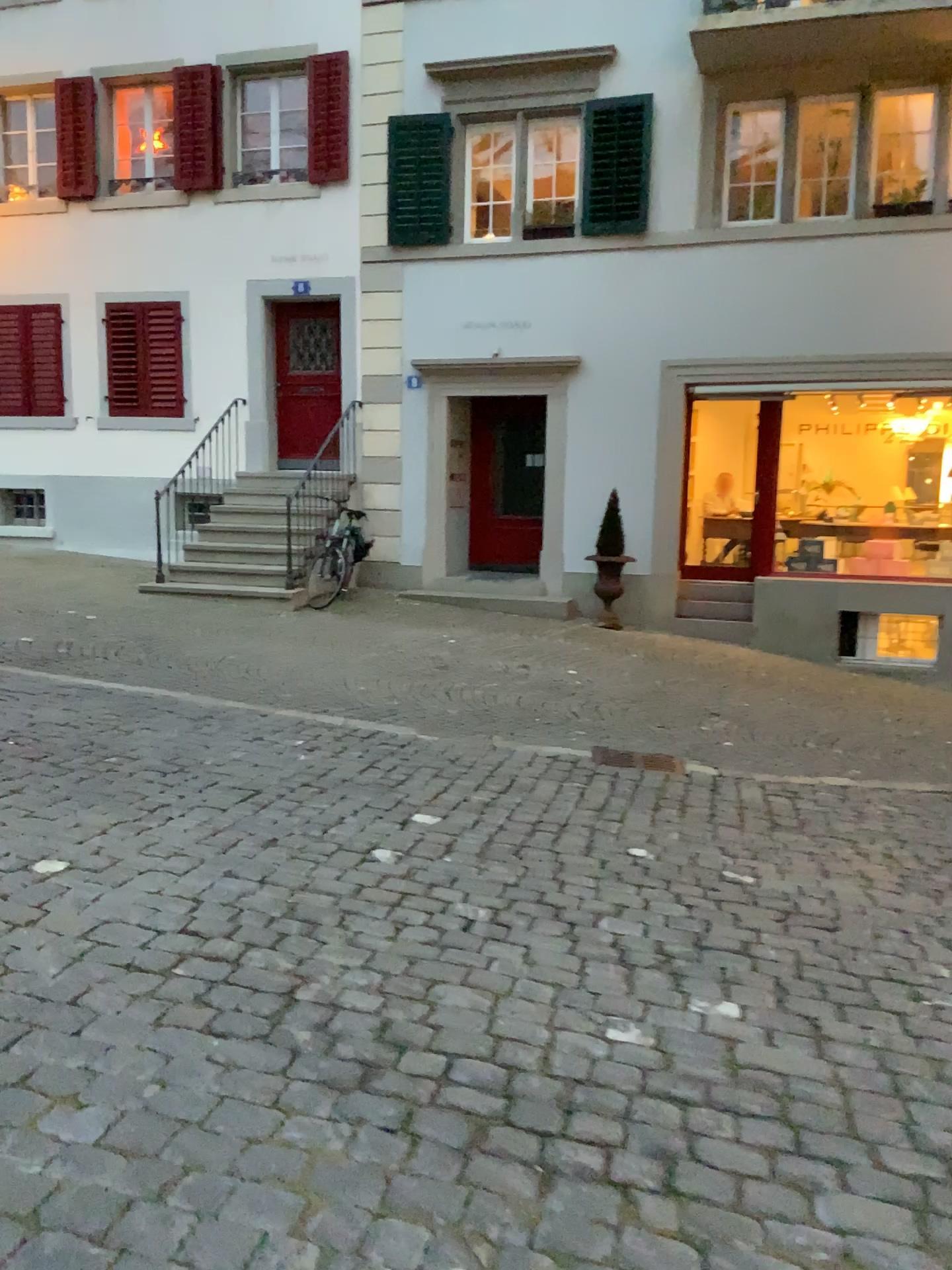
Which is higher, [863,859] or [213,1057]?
[213,1057]
